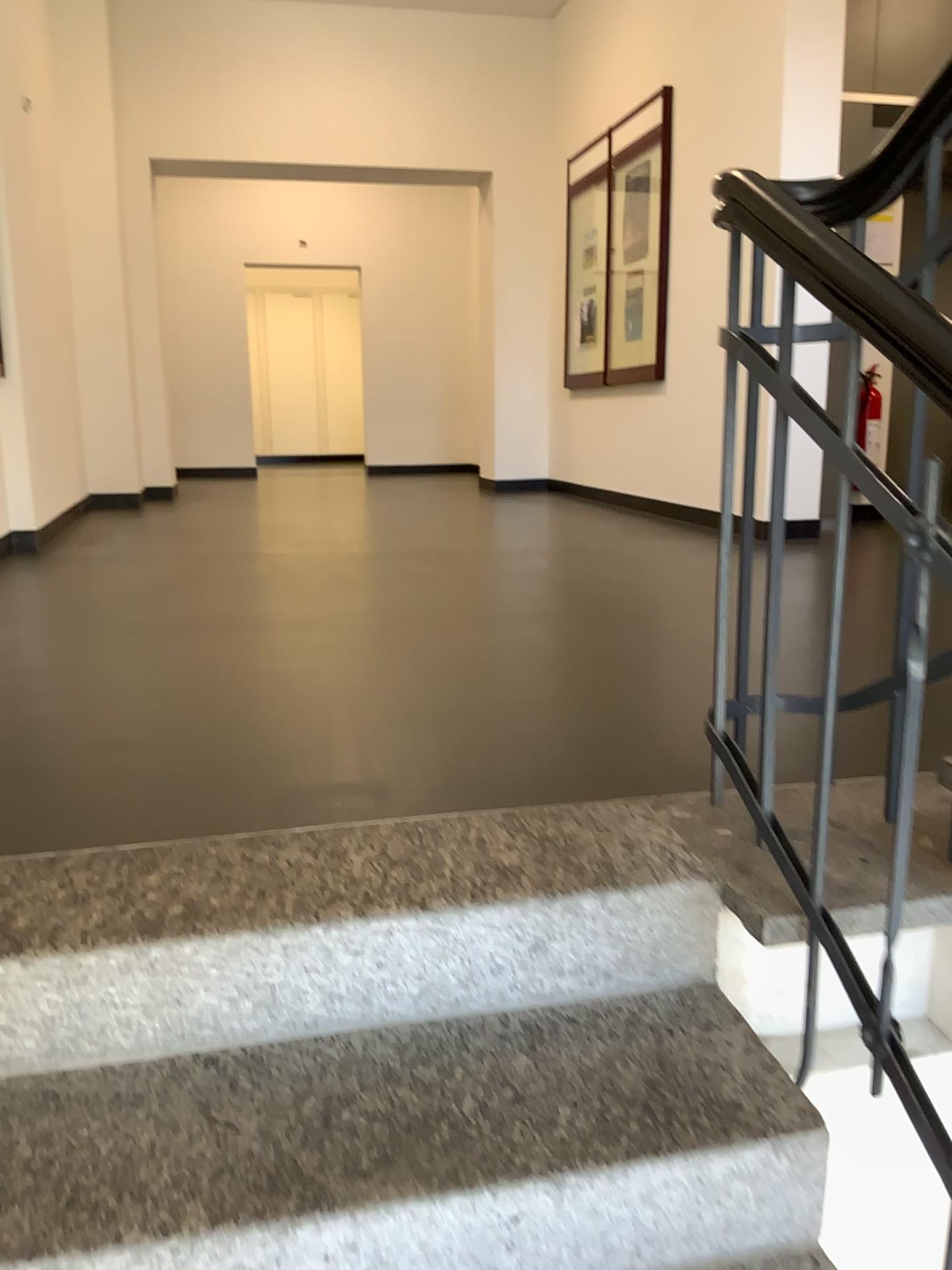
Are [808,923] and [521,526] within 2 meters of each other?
no
